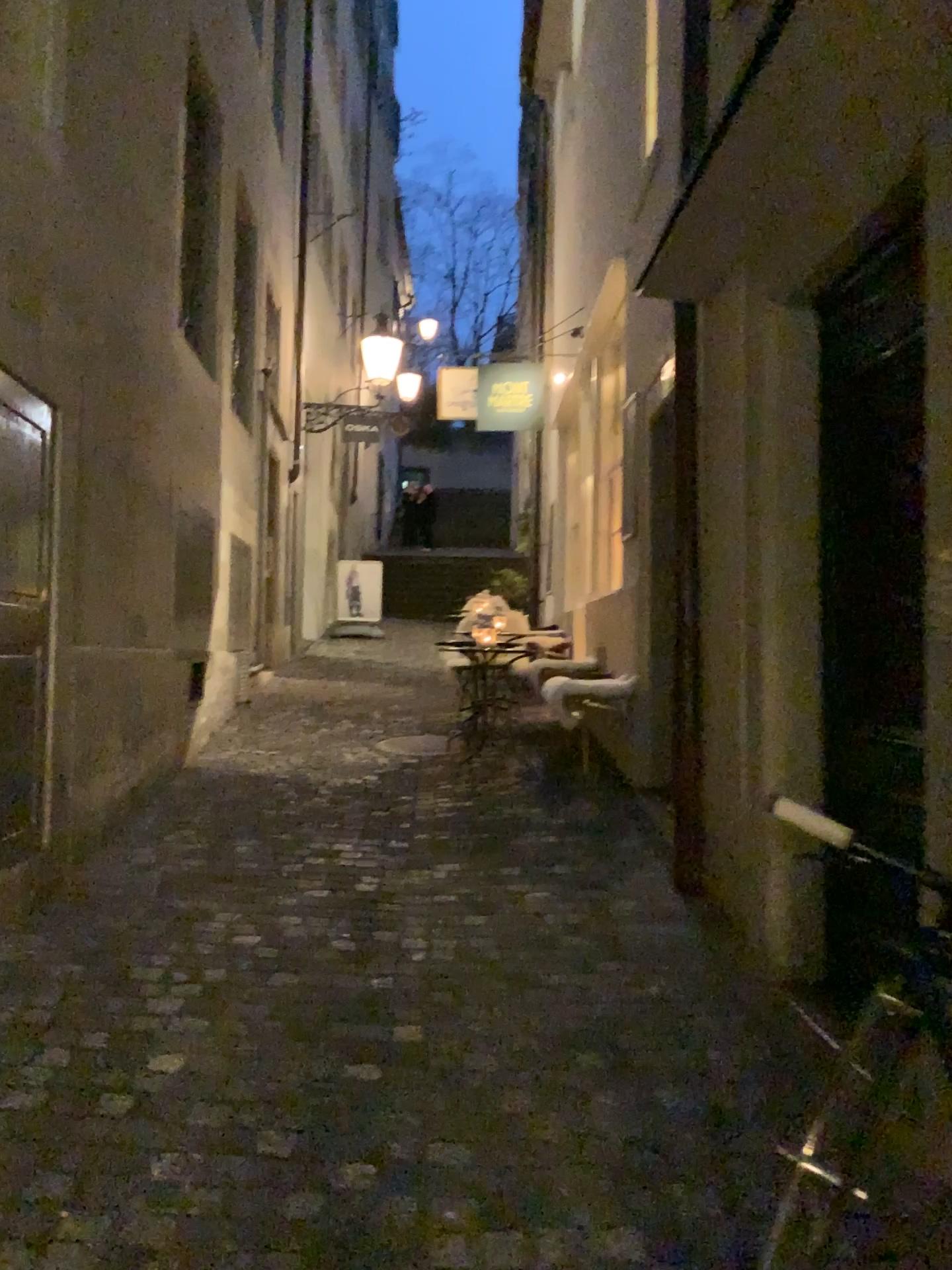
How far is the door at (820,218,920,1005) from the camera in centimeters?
282cm

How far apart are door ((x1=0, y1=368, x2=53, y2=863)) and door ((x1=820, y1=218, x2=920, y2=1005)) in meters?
2.5 m

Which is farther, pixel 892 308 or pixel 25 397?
pixel 25 397

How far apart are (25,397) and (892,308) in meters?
2.6

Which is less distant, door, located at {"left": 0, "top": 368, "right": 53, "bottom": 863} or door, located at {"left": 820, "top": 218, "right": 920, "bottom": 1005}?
door, located at {"left": 820, "top": 218, "right": 920, "bottom": 1005}

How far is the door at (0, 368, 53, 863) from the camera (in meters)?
3.39

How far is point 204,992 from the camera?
3.0m

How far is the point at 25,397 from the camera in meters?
3.4 m
